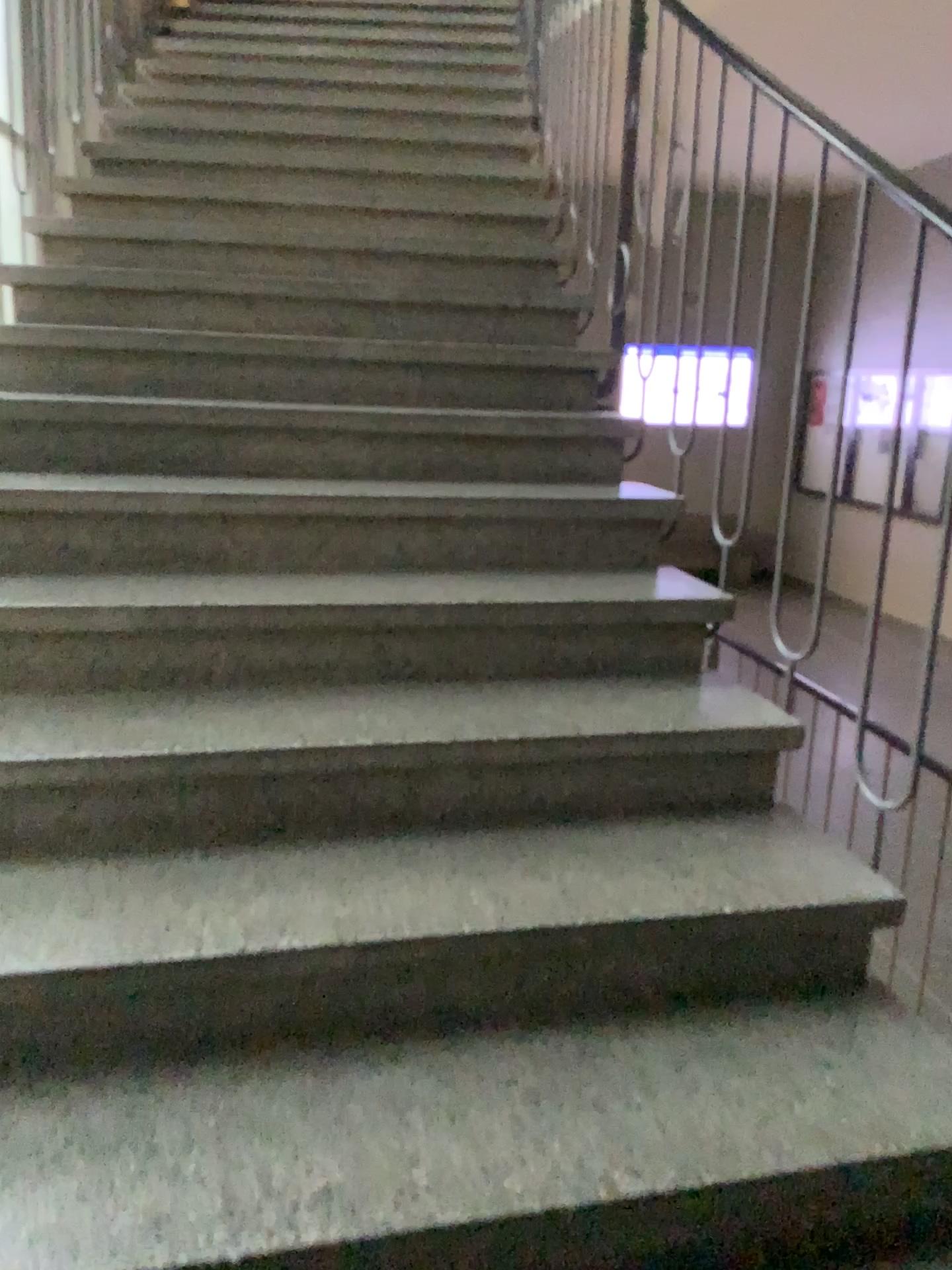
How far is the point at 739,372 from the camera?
2.3m

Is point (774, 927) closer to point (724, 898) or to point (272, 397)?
point (724, 898)

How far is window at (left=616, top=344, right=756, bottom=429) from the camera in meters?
2.3
